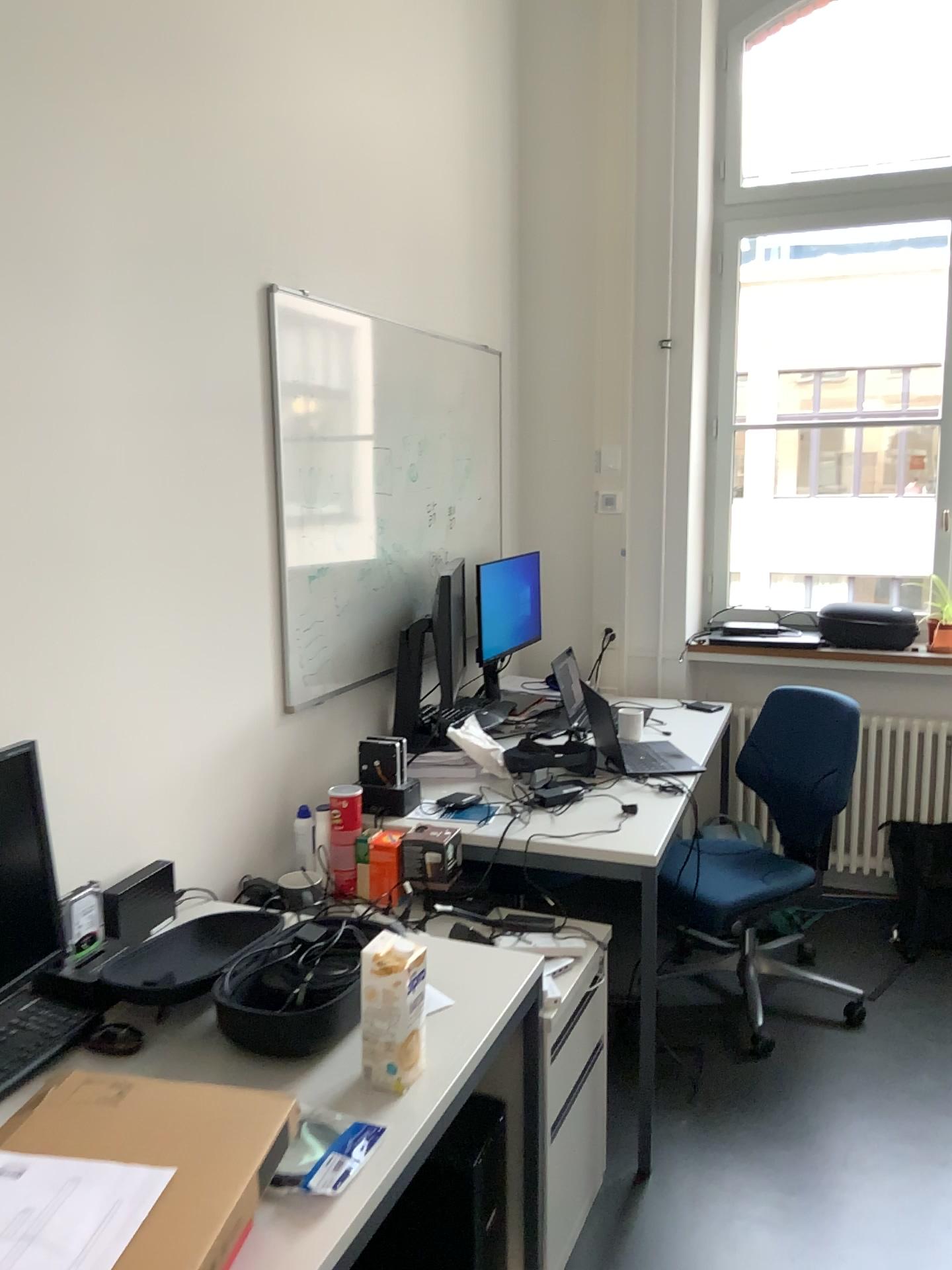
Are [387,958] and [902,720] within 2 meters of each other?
no

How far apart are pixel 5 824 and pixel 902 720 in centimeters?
322cm

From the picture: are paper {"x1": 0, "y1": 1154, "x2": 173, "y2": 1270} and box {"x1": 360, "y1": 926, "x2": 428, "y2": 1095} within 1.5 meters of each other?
yes

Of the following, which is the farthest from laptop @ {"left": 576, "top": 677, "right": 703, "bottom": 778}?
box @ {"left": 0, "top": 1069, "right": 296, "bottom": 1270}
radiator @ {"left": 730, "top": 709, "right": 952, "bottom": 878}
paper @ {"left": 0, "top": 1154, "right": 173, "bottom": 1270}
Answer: paper @ {"left": 0, "top": 1154, "right": 173, "bottom": 1270}

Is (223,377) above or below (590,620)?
above

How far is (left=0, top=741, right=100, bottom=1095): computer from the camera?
1.6 meters

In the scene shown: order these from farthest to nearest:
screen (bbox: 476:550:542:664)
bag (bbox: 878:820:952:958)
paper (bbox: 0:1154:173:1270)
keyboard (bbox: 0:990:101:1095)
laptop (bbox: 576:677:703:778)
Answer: screen (bbox: 476:550:542:664) → bag (bbox: 878:820:952:958) → laptop (bbox: 576:677:703:778) → keyboard (bbox: 0:990:101:1095) → paper (bbox: 0:1154:173:1270)

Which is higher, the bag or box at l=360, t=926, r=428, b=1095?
box at l=360, t=926, r=428, b=1095

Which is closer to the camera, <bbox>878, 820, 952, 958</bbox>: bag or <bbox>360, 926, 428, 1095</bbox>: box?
<bbox>360, 926, 428, 1095</bbox>: box

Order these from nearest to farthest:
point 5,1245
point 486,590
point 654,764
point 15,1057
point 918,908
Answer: point 5,1245
point 15,1057
point 654,764
point 918,908
point 486,590
